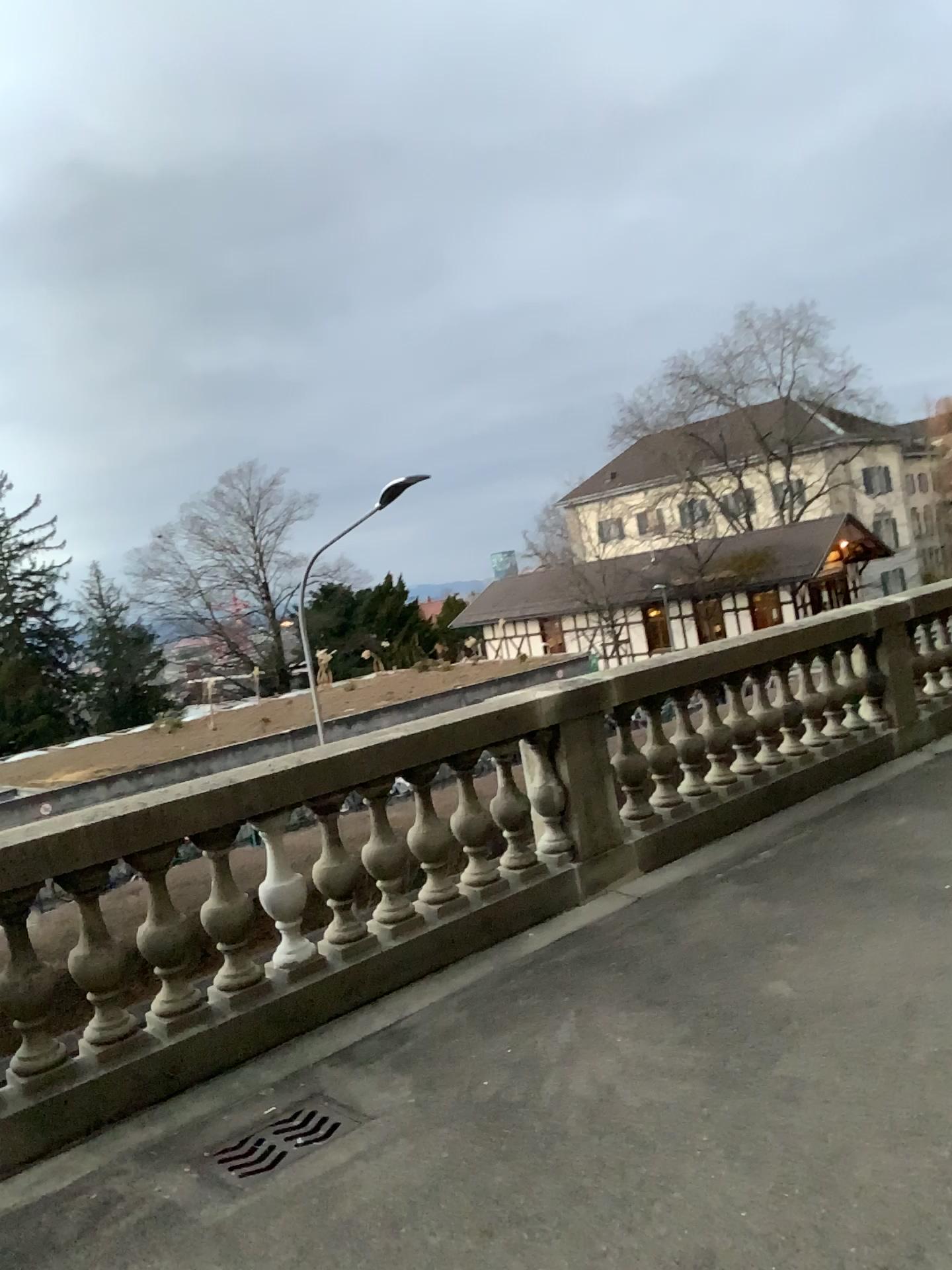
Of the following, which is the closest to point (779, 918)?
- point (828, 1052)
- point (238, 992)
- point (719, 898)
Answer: point (719, 898)
